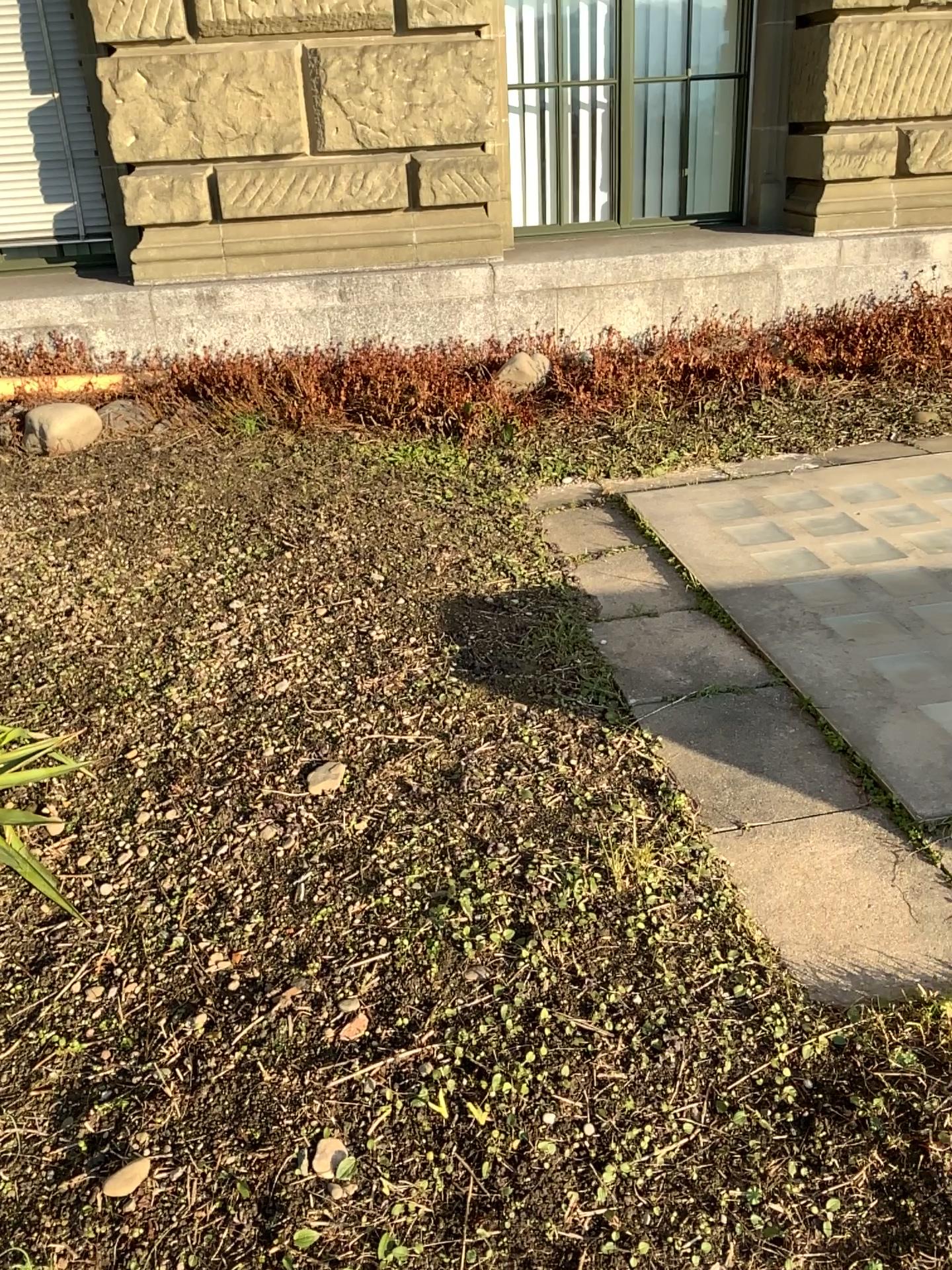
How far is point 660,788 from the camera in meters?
2.3 m
